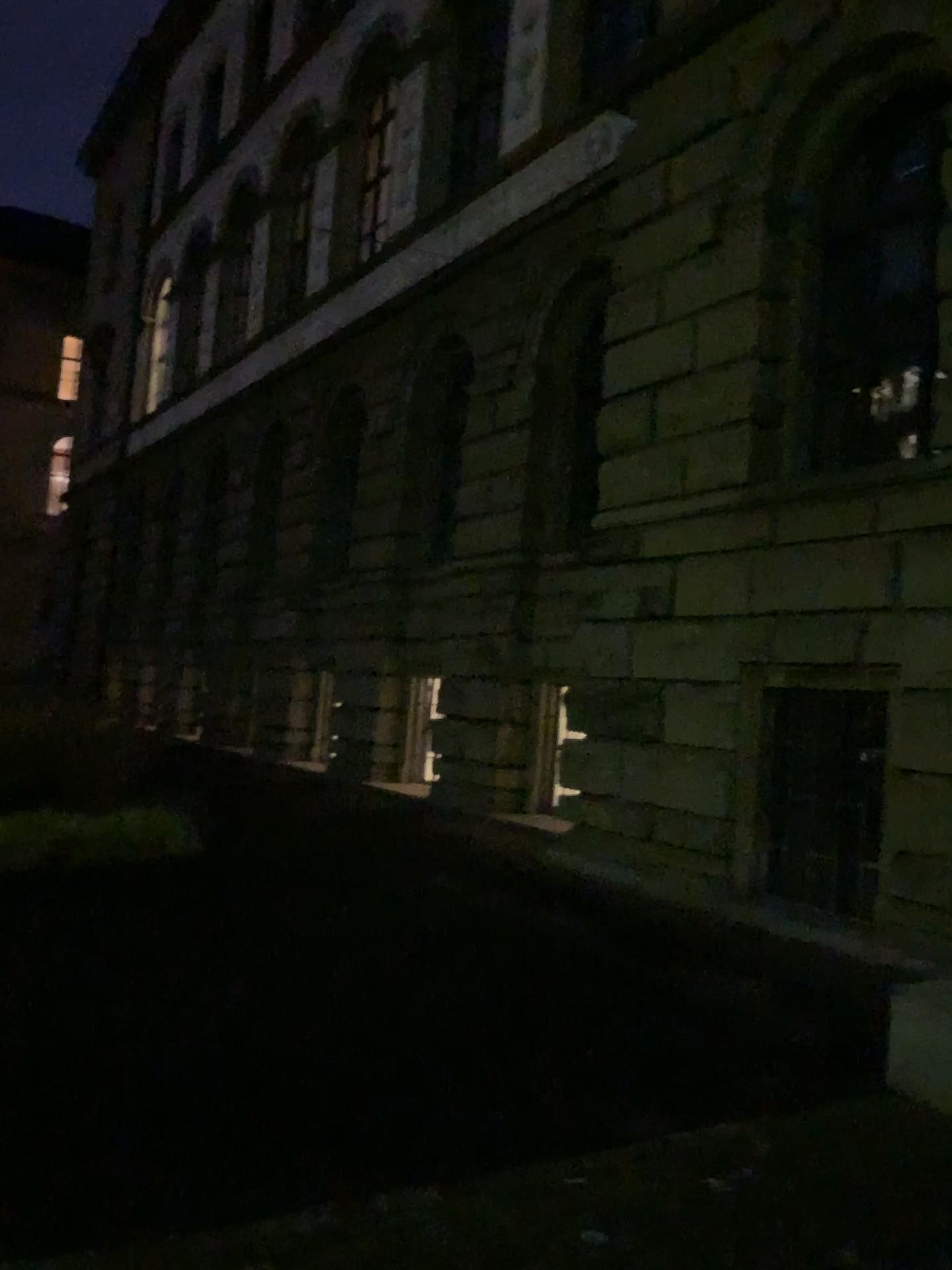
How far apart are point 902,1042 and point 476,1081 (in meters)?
1.75
